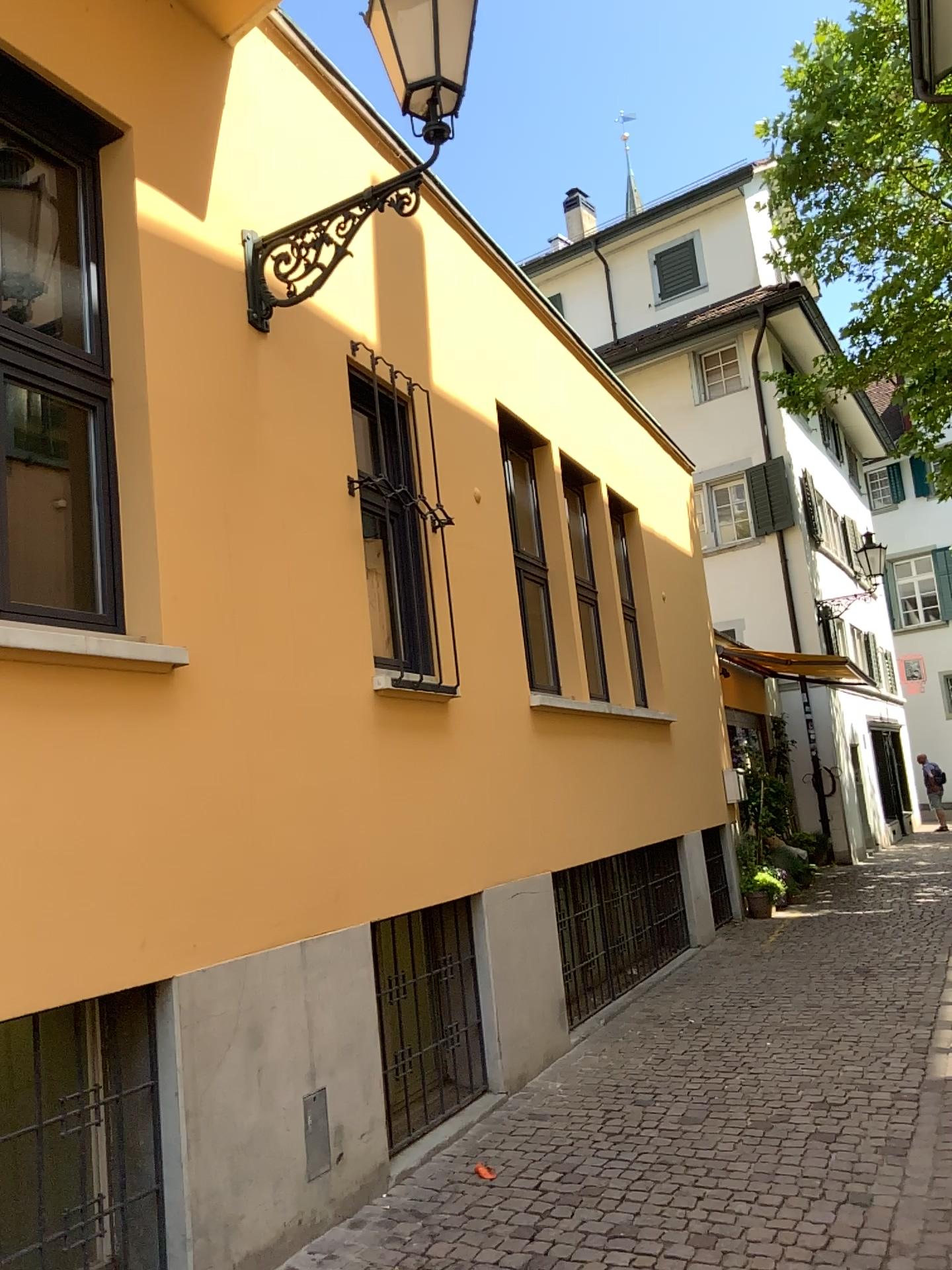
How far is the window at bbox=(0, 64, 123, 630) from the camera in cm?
375

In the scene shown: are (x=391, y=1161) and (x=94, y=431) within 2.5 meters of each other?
no

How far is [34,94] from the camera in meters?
3.8
